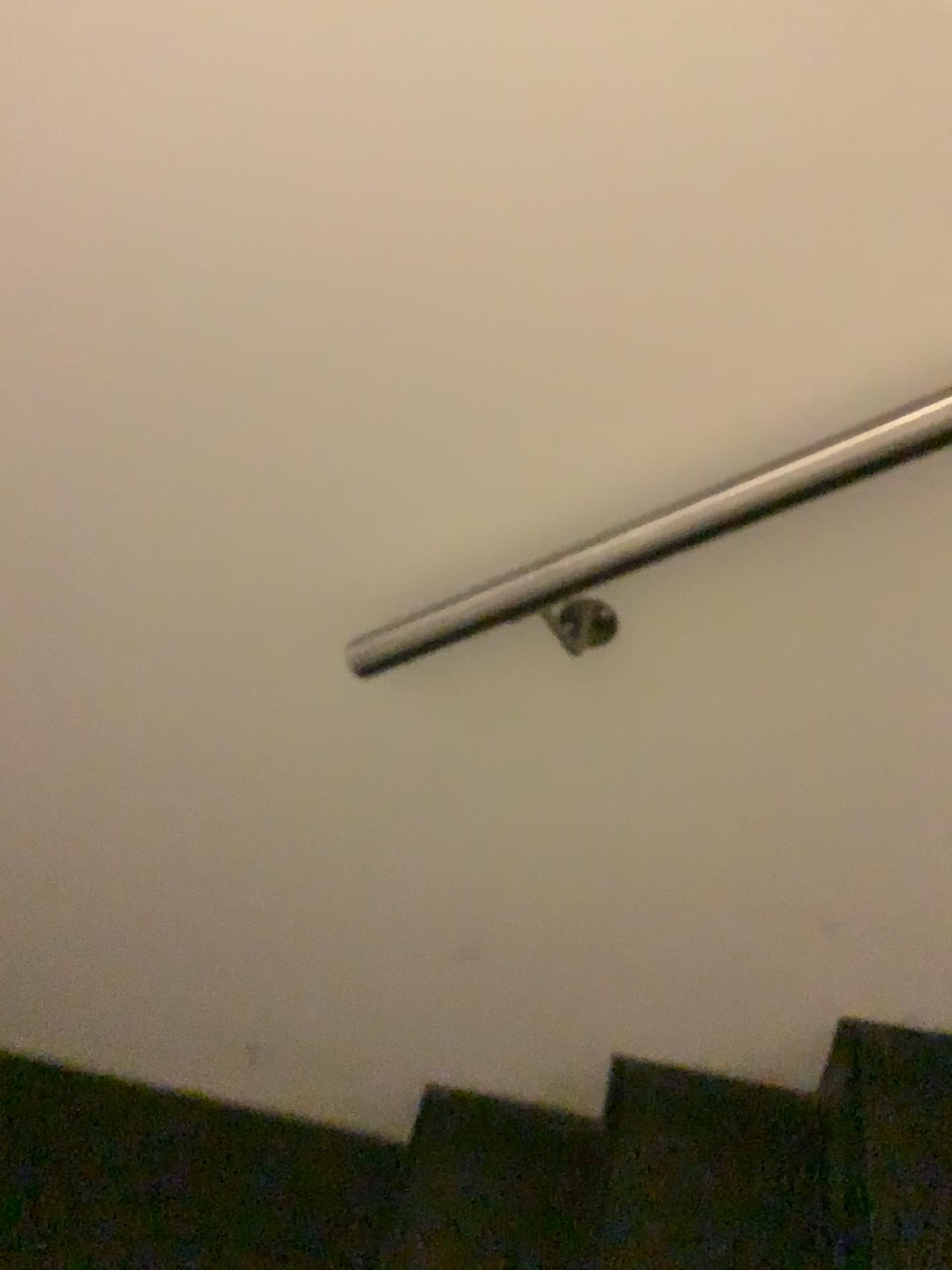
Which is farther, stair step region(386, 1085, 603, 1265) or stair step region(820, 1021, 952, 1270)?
stair step region(386, 1085, 603, 1265)

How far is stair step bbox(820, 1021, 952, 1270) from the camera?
1.1 meters

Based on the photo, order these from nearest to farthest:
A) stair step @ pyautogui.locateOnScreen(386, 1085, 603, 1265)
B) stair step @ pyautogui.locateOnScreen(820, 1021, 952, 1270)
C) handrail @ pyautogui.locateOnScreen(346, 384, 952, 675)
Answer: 1. handrail @ pyautogui.locateOnScreen(346, 384, 952, 675)
2. stair step @ pyautogui.locateOnScreen(820, 1021, 952, 1270)
3. stair step @ pyautogui.locateOnScreen(386, 1085, 603, 1265)

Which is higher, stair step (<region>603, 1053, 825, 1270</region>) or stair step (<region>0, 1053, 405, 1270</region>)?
stair step (<region>603, 1053, 825, 1270</region>)

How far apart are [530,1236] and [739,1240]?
0.3m

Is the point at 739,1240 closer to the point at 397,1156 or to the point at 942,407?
the point at 397,1156

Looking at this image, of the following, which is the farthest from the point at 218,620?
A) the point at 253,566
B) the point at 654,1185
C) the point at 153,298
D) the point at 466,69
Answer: the point at 654,1185

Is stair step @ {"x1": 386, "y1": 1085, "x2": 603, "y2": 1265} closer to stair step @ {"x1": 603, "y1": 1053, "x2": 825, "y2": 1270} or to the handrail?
stair step @ {"x1": 603, "y1": 1053, "x2": 825, "y2": 1270}

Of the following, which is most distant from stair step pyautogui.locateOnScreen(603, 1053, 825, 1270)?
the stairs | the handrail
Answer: the handrail

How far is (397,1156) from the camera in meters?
1.6 m
